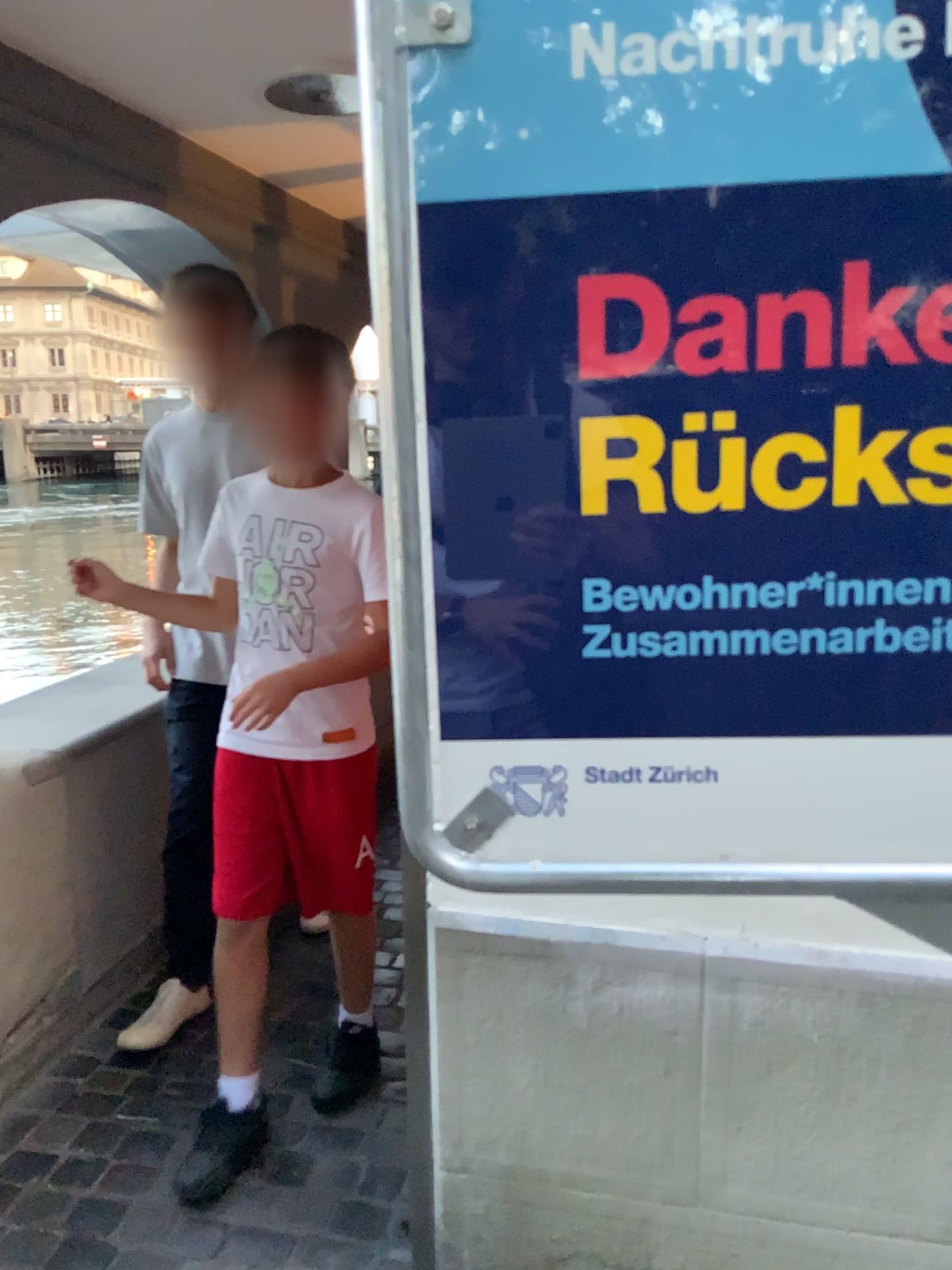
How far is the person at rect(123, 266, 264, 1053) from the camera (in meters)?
2.36

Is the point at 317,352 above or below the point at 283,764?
above

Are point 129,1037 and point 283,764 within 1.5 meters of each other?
yes

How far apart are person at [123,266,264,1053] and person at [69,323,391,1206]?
0.3 meters

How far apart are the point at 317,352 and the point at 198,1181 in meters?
1.5 m

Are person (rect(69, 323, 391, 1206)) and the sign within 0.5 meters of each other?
no

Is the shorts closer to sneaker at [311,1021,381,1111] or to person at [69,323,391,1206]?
person at [69,323,391,1206]

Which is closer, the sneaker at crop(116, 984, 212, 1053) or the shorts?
the shorts

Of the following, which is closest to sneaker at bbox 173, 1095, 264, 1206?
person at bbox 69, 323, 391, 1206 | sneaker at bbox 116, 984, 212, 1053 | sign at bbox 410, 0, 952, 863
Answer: person at bbox 69, 323, 391, 1206

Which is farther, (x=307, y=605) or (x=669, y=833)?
(x=307, y=605)
